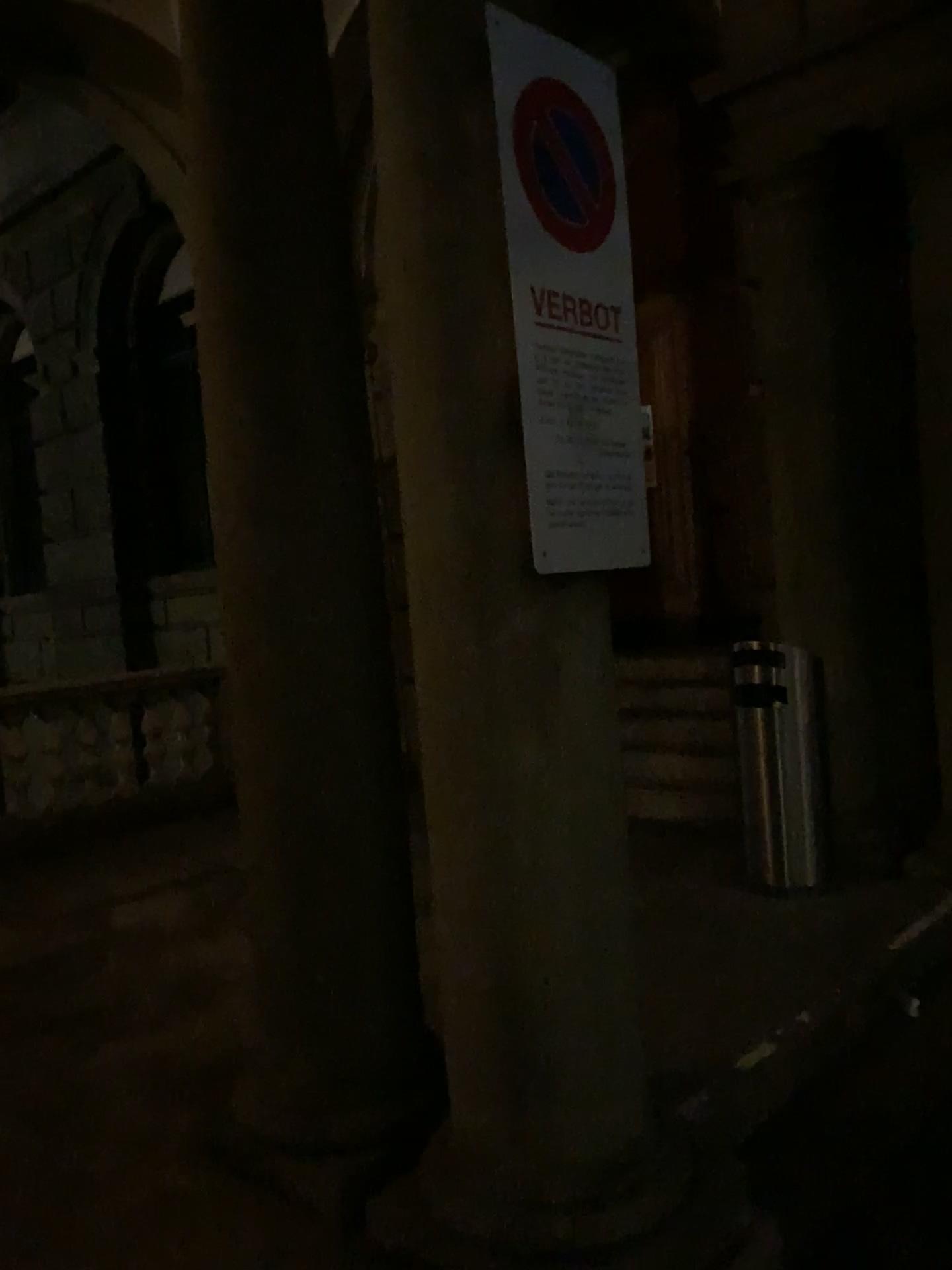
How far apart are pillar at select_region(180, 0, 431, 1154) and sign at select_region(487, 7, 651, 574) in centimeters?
67cm

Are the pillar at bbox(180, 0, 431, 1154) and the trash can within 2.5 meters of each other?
yes

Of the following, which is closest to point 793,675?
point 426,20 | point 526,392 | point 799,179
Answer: point 799,179

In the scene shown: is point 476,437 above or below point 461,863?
above

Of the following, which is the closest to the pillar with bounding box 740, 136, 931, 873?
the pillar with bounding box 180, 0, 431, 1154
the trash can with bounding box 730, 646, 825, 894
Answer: the trash can with bounding box 730, 646, 825, 894

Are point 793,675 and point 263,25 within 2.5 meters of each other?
no

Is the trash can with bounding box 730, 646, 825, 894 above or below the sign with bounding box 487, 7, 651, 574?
below

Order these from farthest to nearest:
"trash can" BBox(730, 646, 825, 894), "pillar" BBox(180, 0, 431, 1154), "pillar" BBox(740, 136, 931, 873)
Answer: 1. "pillar" BBox(740, 136, 931, 873)
2. "trash can" BBox(730, 646, 825, 894)
3. "pillar" BBox(180, 0, 431, 1154)

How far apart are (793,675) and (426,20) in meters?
3.0

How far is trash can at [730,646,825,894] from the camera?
4.3 meters
